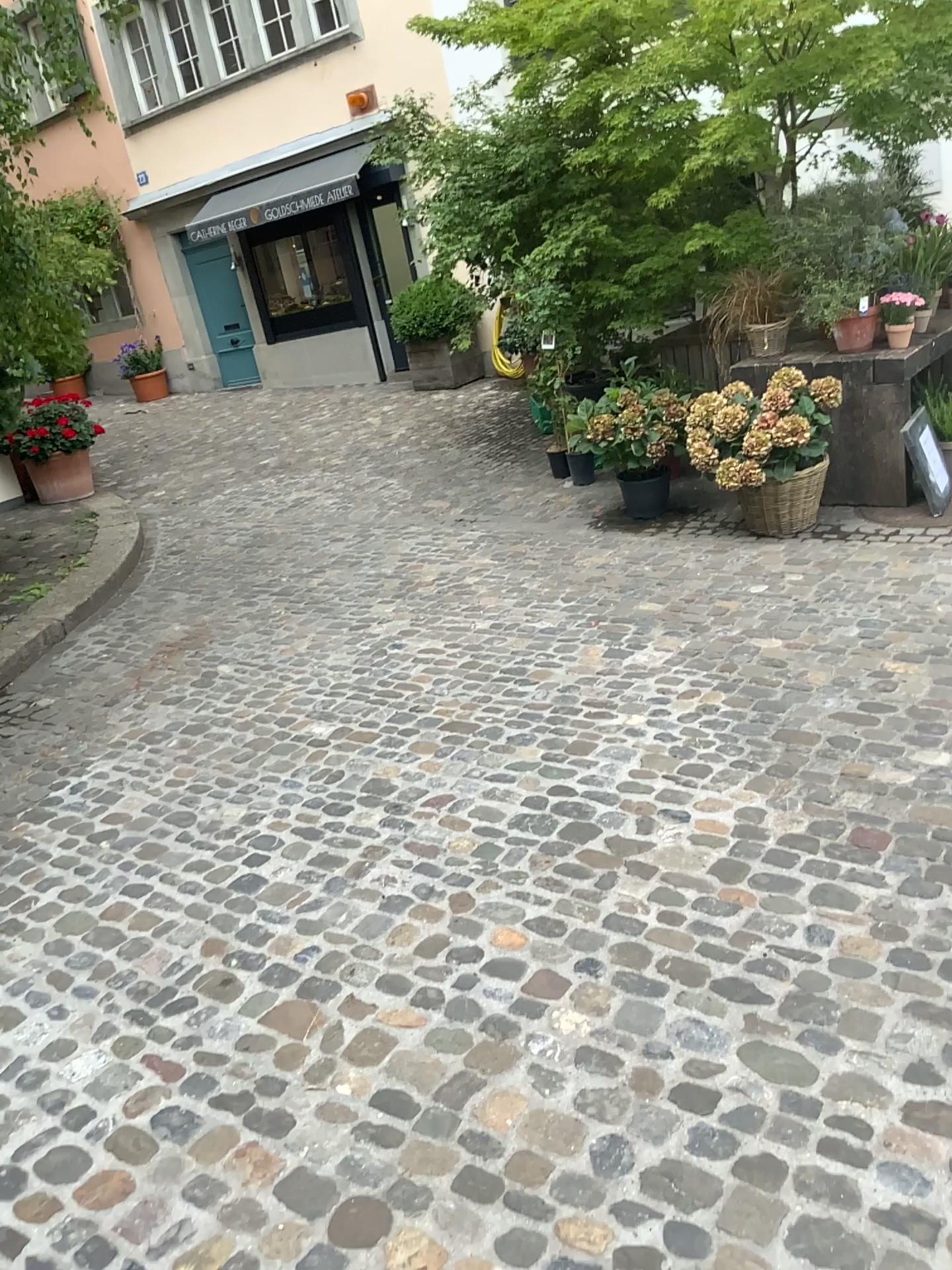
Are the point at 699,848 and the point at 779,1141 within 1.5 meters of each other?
yes
